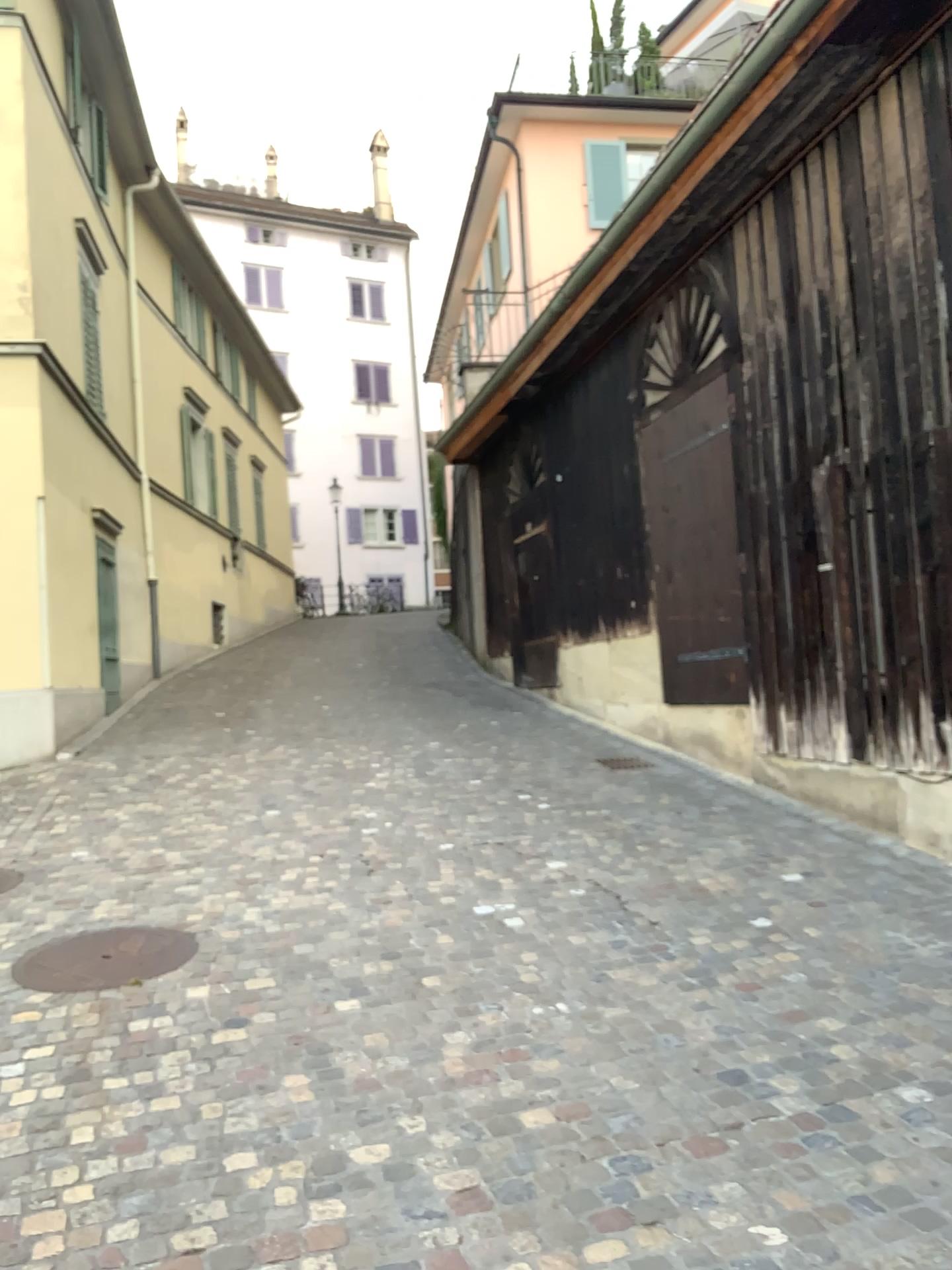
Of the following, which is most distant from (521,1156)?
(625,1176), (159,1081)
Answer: (159,1081)
